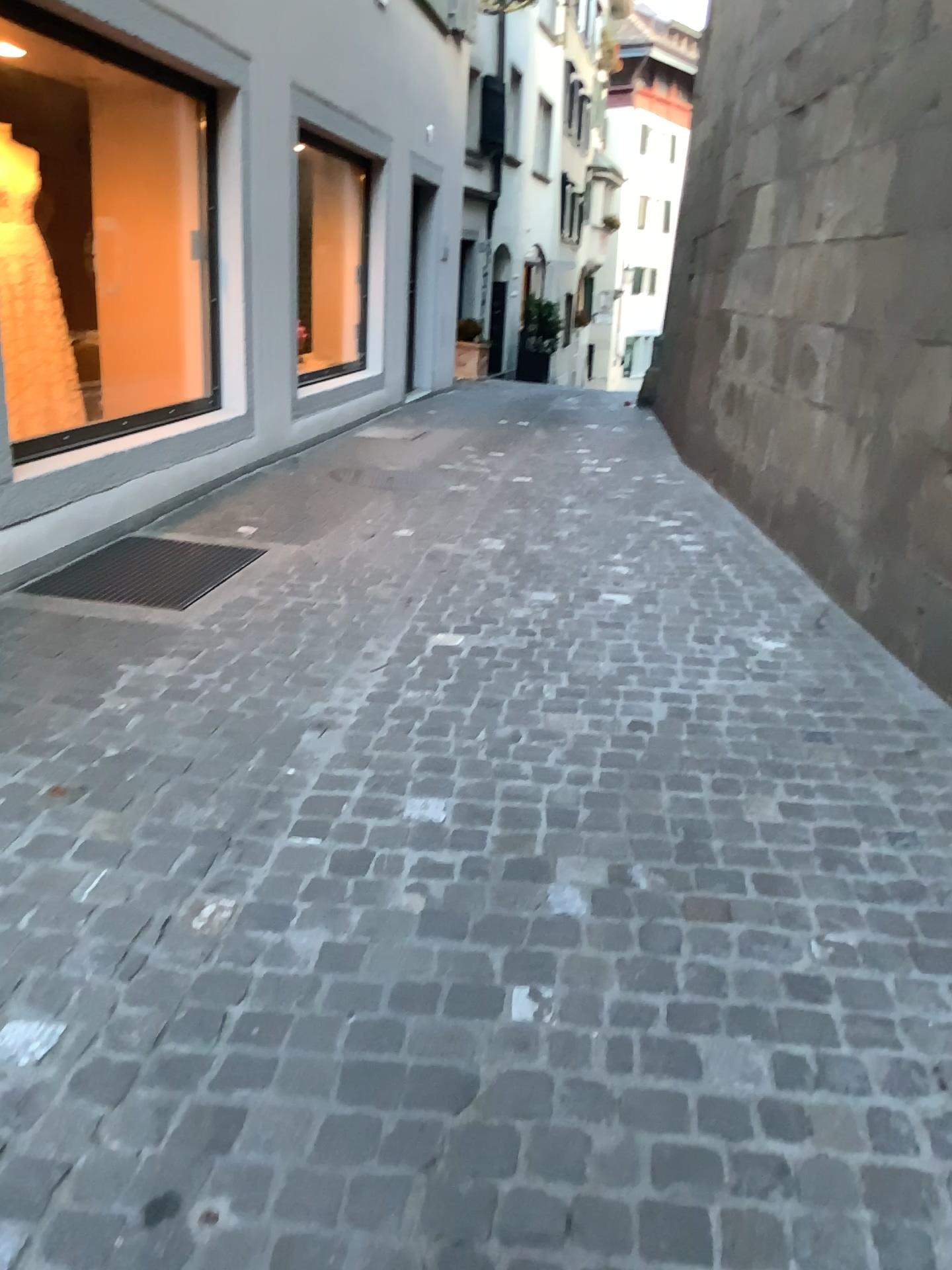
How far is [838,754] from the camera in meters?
2.7 m

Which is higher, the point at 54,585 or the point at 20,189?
the point at 20,189

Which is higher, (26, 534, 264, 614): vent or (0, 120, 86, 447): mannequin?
(0, 120, 86, 447): mannequin
